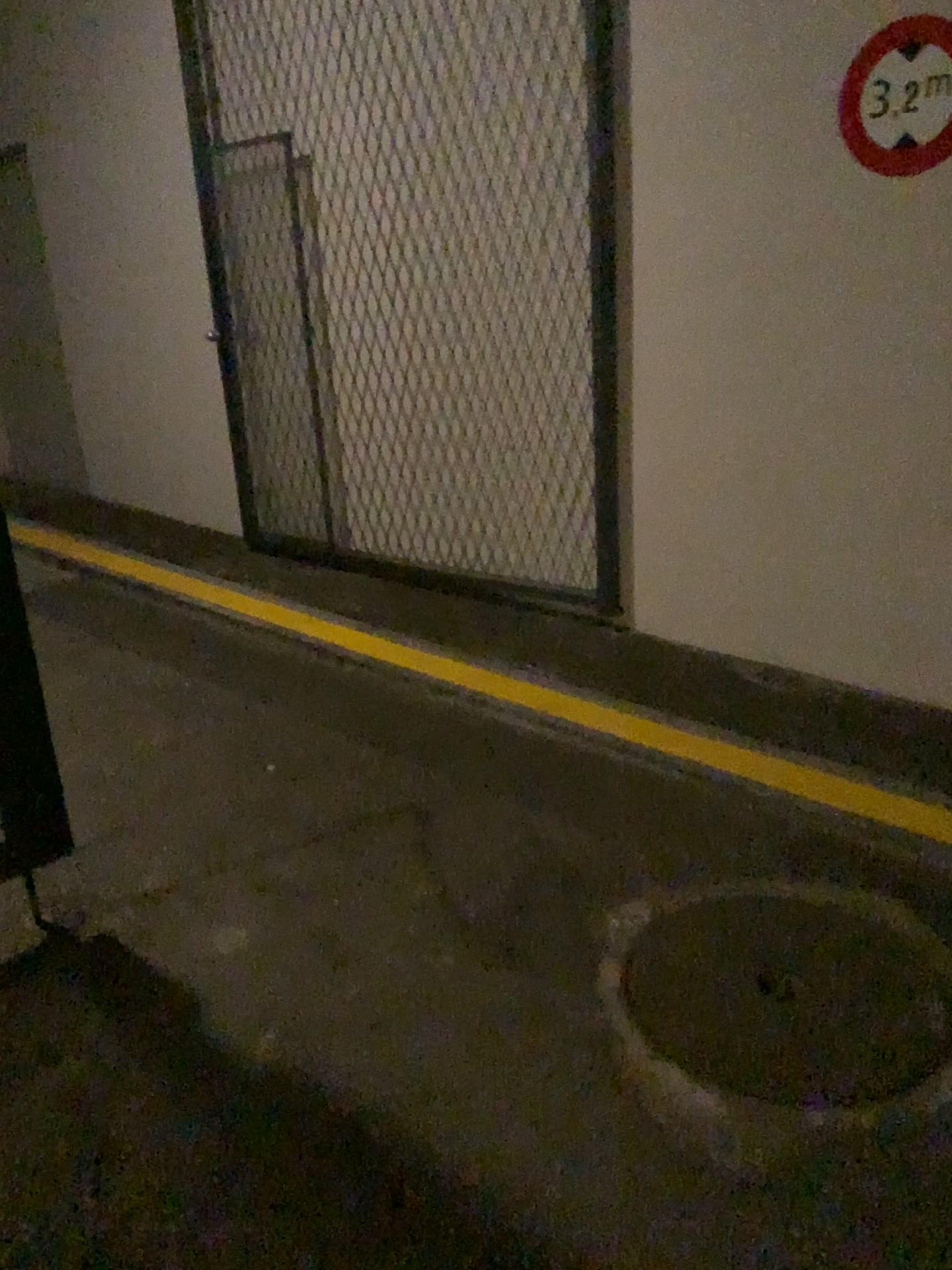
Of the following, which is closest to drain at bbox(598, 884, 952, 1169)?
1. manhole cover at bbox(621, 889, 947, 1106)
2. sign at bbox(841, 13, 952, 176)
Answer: manhole cover at bbox(621, 889, 947, 1106)

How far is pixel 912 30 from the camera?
2.8 meters

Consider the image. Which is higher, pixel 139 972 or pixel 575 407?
pixel 575 407

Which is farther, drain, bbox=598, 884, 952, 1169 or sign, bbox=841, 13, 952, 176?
sign, bbox=841, 13, 952, 176

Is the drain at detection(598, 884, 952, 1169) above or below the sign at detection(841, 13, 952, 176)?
below

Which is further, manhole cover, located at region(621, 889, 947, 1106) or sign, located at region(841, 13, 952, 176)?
sign, located at region(841, 13, 952, 176)

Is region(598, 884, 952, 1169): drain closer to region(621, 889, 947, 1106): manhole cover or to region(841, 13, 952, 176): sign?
region(621, 889, 947, 1106): manhole cover

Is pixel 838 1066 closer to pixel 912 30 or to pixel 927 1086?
pixel 927 1086

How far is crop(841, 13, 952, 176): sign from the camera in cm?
277

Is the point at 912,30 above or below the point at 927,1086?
above
